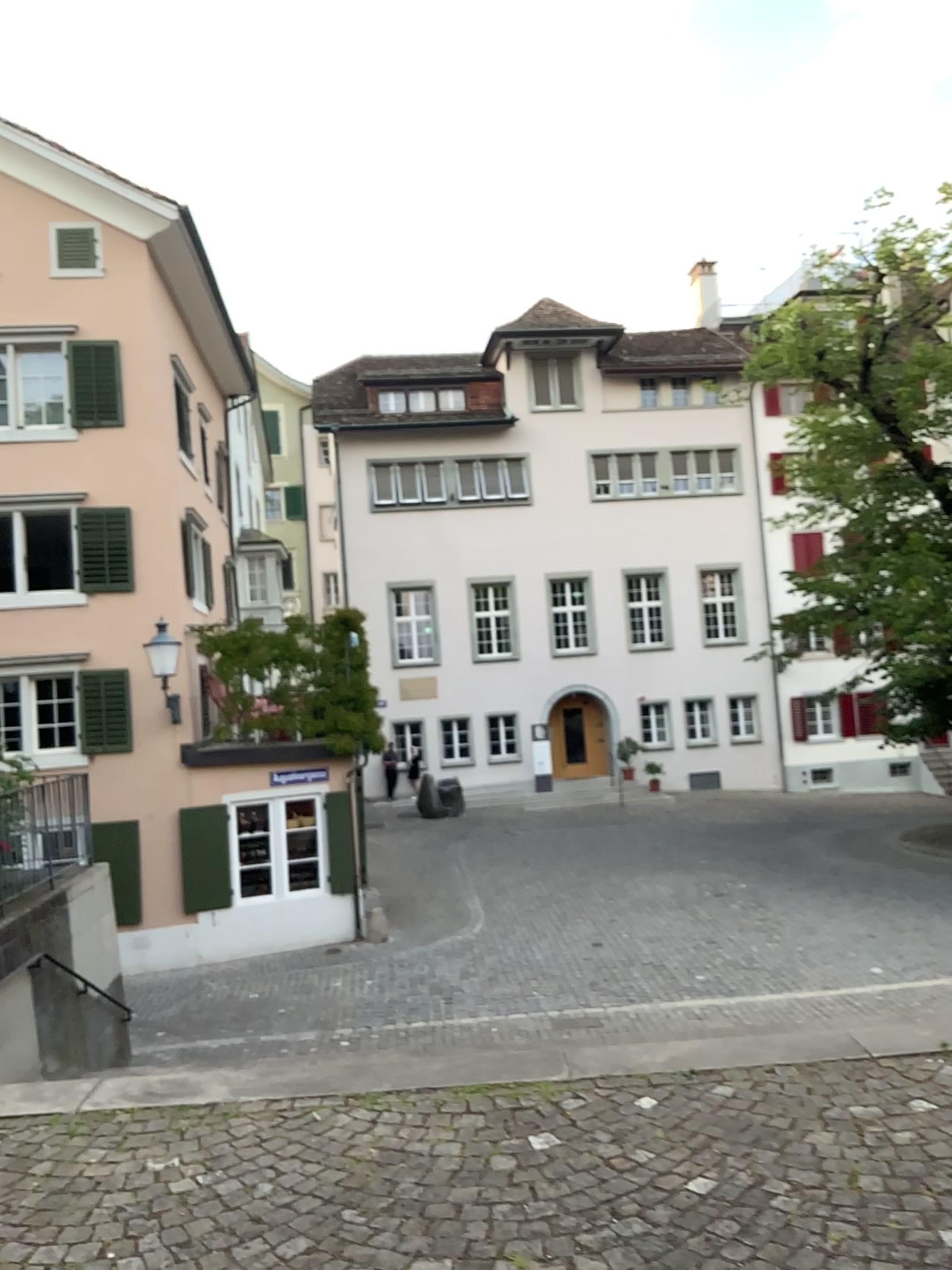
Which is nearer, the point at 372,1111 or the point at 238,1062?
the point at 372,1111
